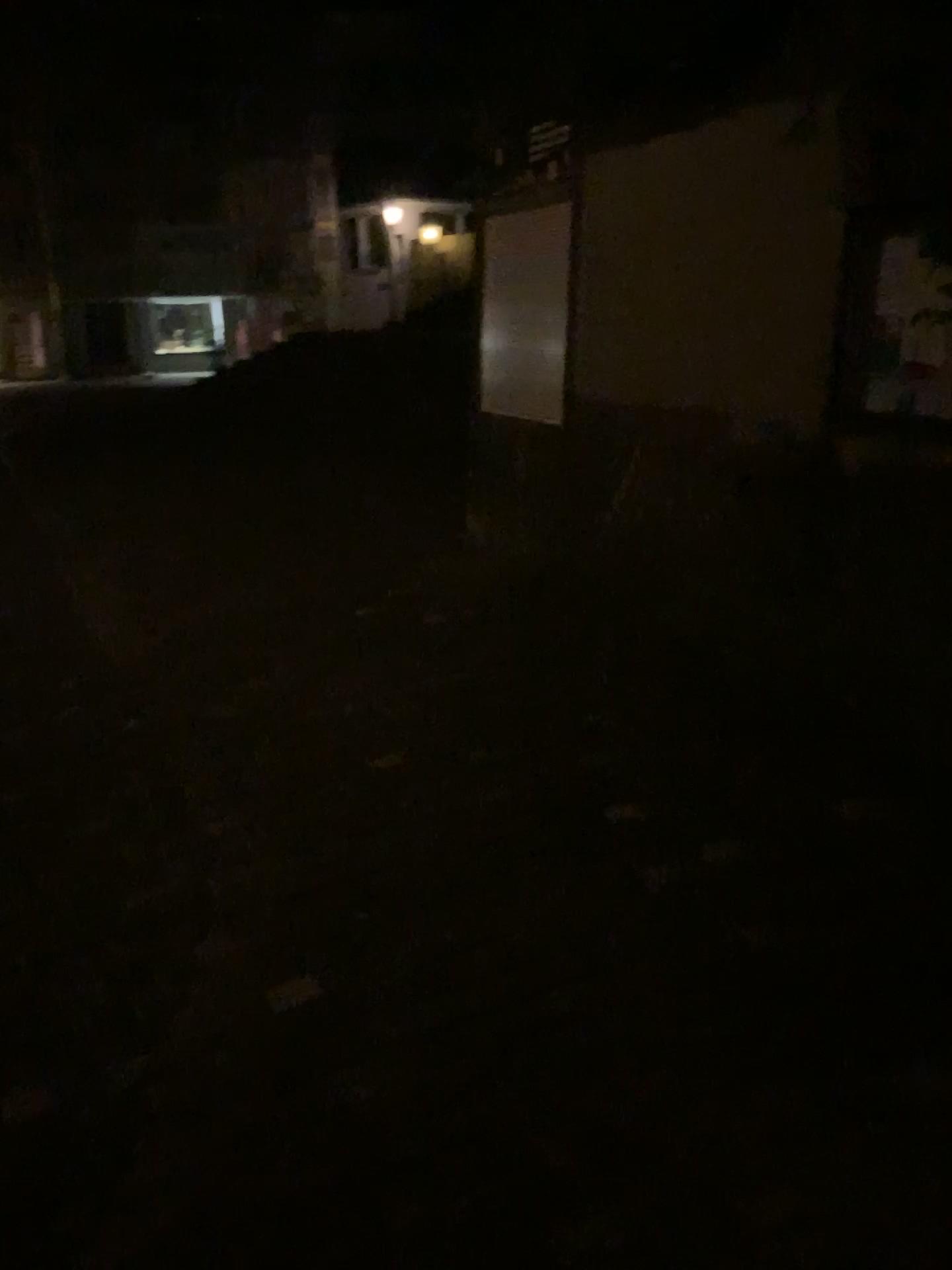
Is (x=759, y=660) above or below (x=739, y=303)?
below
